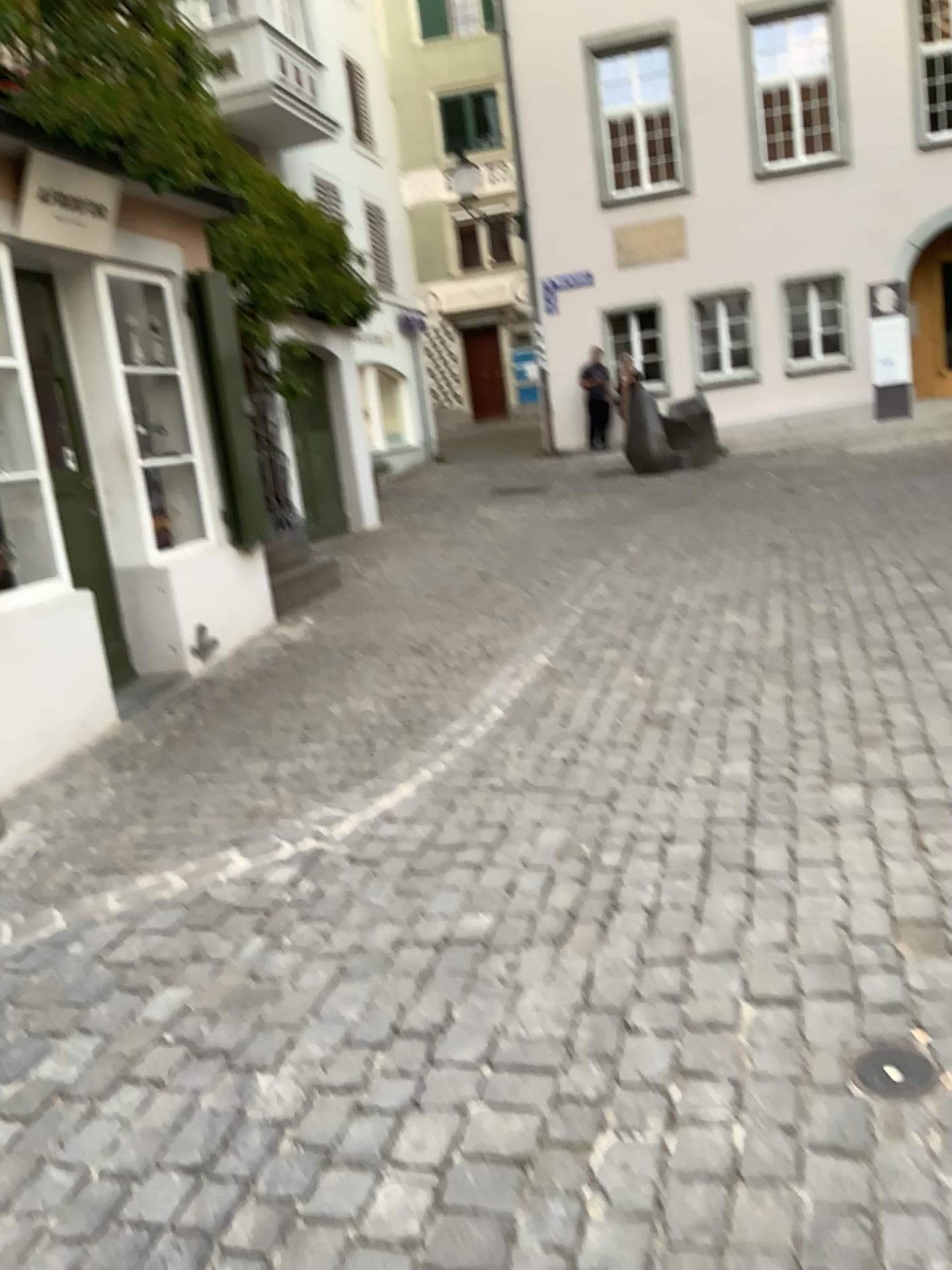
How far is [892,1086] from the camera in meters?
2.1 m

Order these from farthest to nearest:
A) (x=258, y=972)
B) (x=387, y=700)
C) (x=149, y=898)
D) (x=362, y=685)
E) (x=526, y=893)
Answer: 1. (x=362, y=685)
2. (x=387, y=700)
3. (x=149, y=898)
4. (x=526, y=893)
5. (x=258, y=972)

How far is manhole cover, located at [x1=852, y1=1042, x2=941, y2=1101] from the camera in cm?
212
